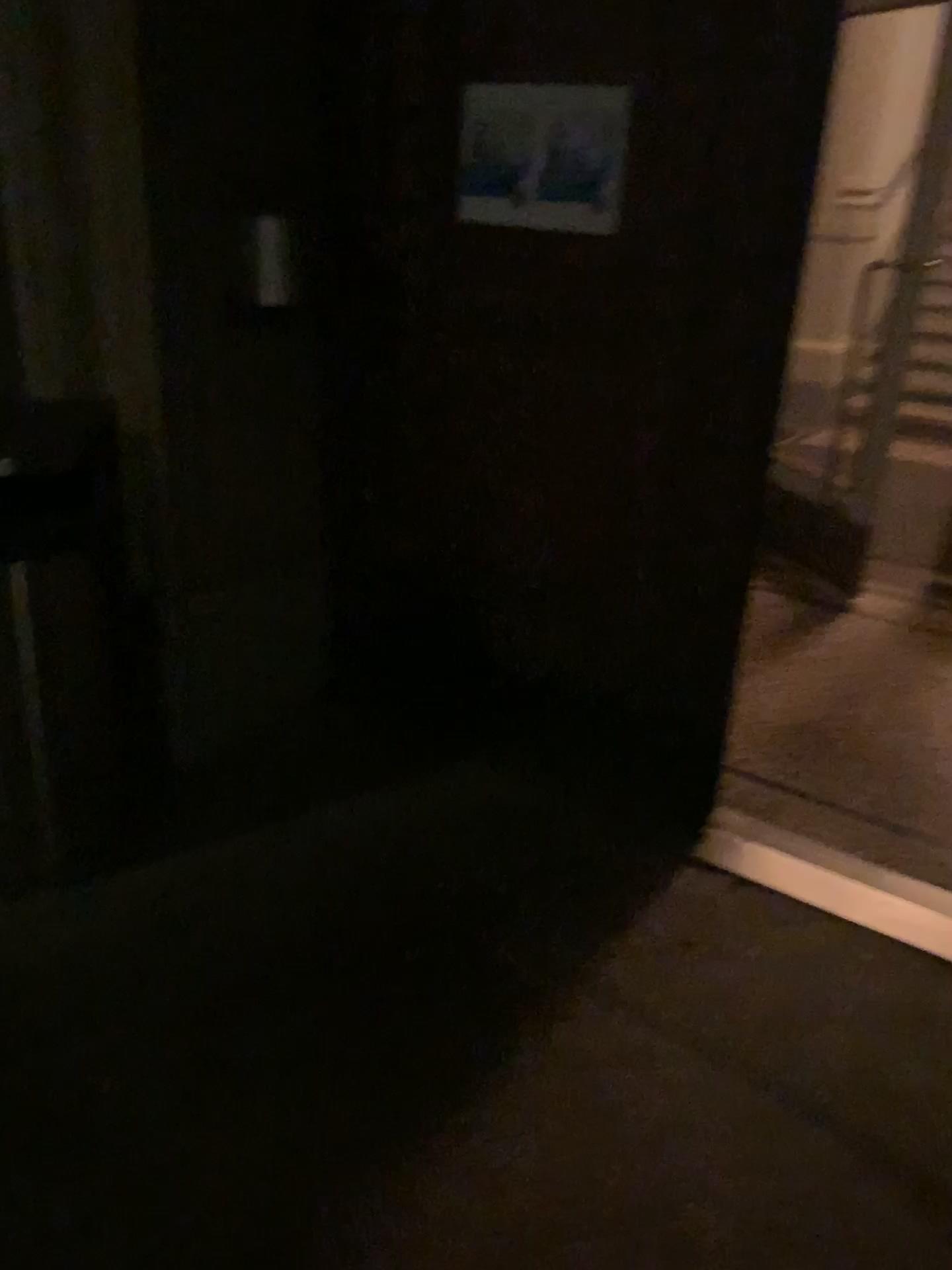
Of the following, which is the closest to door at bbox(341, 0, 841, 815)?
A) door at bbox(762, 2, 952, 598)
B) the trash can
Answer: the trash can

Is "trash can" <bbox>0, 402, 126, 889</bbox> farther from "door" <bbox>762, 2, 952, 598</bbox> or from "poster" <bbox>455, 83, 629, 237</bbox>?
"door" <bbox>762, 2, 952, 598</bbox>

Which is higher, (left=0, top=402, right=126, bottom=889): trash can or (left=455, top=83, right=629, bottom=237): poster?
(left=455, top=83, right=629, bottom=237): poster

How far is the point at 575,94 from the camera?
2.29m

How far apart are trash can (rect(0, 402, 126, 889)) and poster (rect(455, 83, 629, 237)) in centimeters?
97cm

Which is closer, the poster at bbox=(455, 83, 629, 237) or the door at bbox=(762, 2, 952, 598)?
the poster at bbox=(455, 83, 629, 237)

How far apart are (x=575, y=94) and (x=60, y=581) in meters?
1.5 m

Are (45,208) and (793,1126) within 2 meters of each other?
no

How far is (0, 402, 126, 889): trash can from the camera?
2.2 meters

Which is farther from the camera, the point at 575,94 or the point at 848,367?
the point at 848,367
